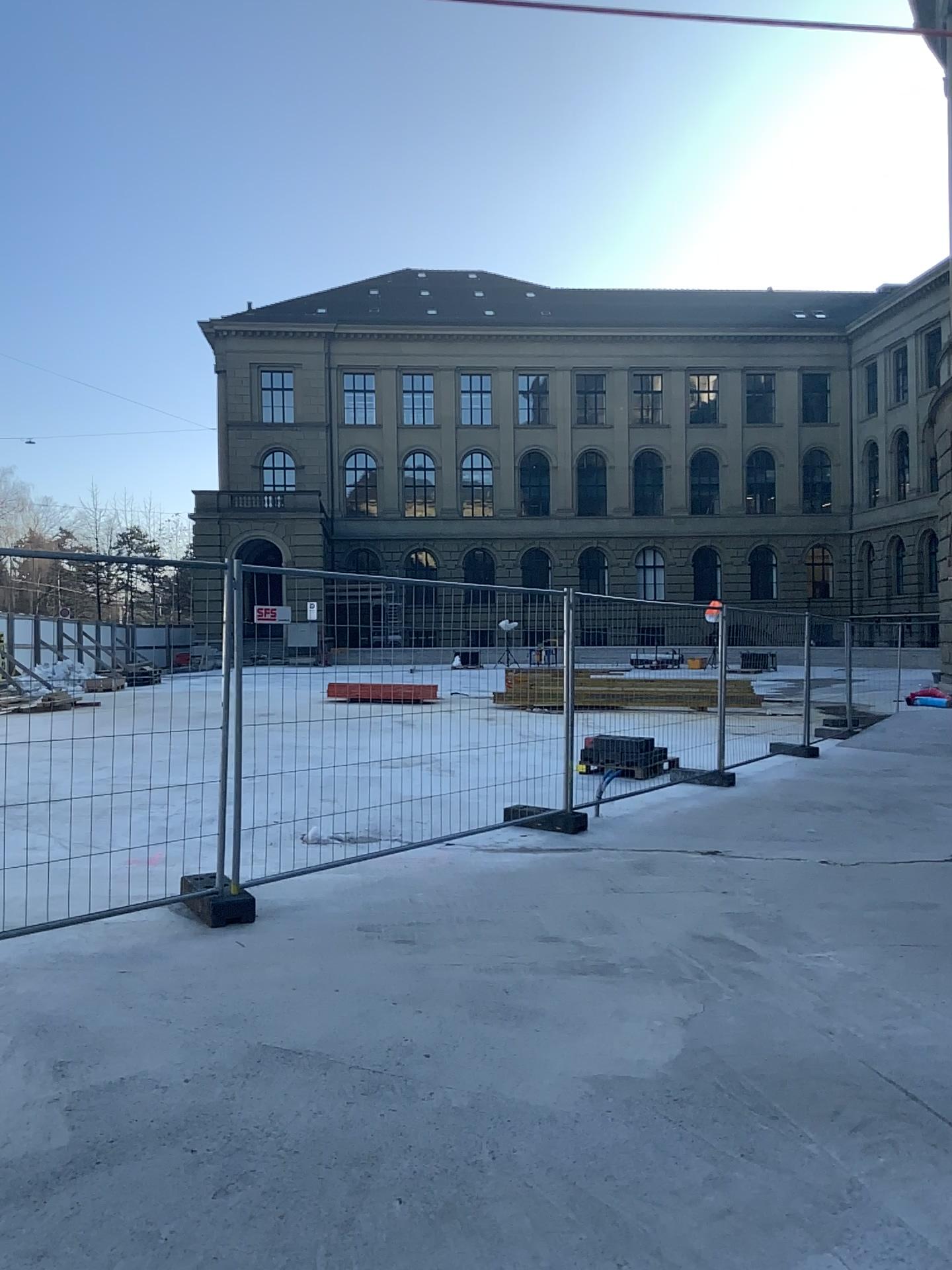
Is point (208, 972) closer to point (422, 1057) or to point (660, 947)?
point (422, 1057)
